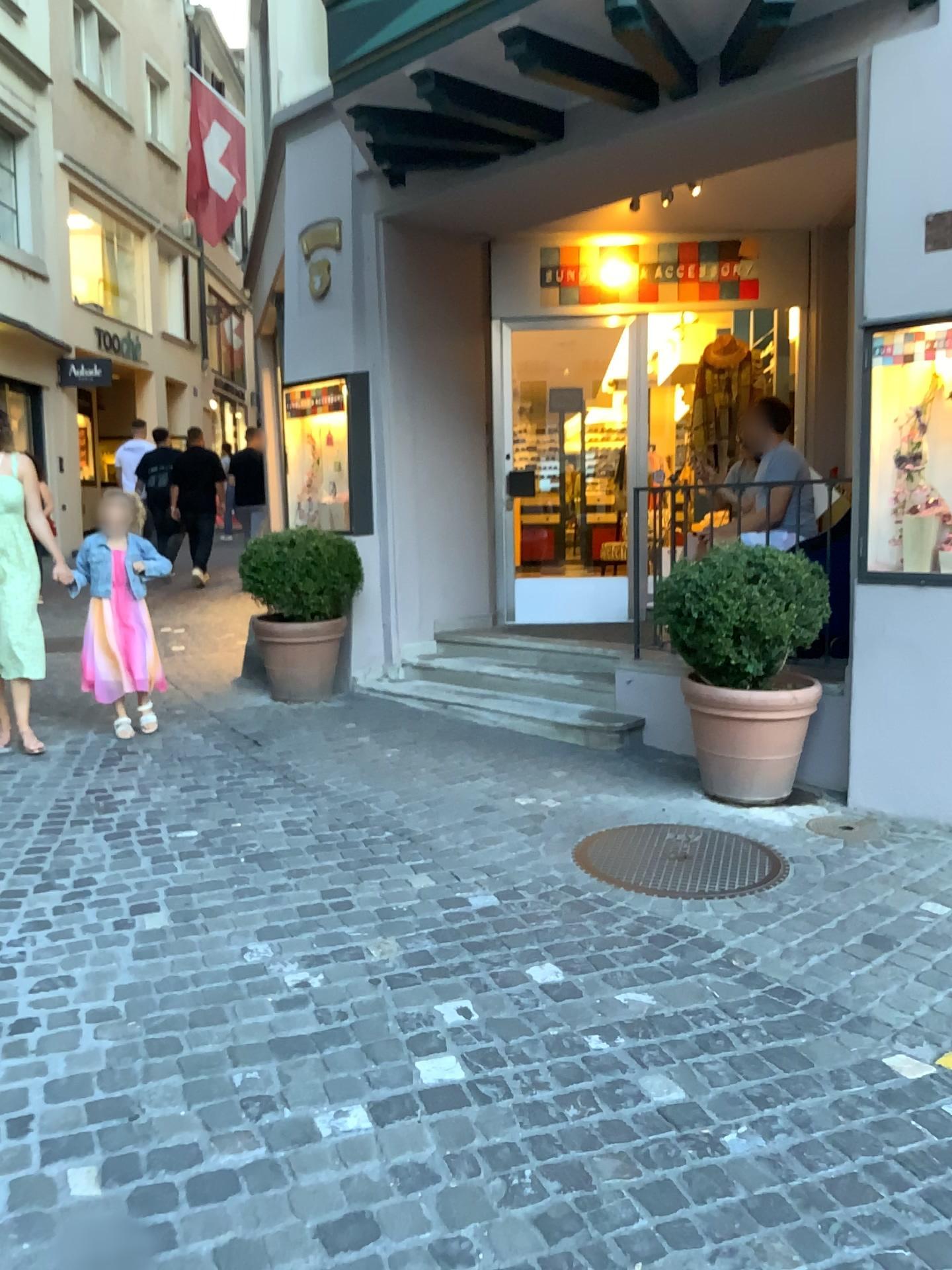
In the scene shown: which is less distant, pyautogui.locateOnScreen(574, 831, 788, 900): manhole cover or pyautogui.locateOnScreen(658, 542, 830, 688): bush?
pyautogui.locateOnScreen(574, 831, 788, 900): manhole cover

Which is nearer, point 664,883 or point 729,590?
point 664,883

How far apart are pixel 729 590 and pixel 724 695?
0.43m

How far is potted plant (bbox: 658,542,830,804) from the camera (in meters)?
4.08

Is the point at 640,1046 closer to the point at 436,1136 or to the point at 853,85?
the point at 436,1136

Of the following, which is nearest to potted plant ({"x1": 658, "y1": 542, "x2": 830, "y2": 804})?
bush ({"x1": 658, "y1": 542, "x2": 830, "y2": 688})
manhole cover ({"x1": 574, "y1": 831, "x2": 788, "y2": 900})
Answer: bush ({"x1": 658, "y1": 542, "x2": 830, "y2": 688})

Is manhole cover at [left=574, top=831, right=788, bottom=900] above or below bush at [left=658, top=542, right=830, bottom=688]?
below

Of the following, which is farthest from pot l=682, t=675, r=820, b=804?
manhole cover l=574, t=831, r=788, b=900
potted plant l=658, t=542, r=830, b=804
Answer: manhole cover l=574, t=831, r=788, b=900

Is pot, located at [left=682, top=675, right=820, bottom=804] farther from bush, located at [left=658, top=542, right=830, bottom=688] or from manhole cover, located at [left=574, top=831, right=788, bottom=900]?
manhole cover, located at [left=574, top=831, right=788, bottom=900]

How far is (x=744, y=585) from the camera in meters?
4.1
